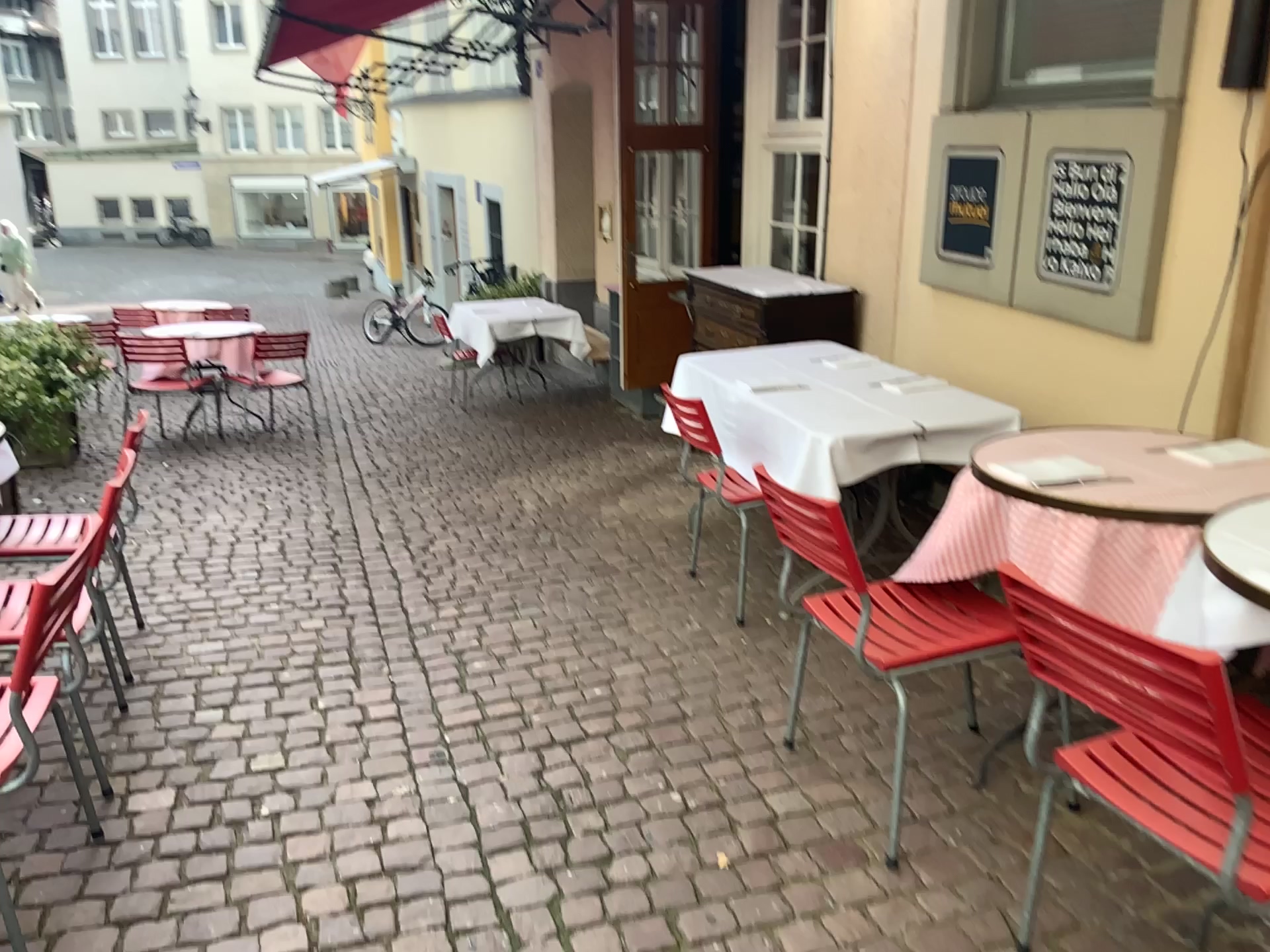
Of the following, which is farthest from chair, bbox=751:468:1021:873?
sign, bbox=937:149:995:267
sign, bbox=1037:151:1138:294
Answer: sign, bbox=937:149:995:267

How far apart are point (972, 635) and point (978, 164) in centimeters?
258cm

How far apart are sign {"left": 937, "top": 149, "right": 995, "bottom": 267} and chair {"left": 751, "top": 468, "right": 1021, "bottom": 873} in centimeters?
212cm

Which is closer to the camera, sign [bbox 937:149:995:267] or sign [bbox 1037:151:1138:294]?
sign [bbox 1037:151:1138:294]

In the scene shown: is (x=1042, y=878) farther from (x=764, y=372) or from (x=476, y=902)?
(x=764, y=372)

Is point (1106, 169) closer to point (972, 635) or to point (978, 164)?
point (978, 164)

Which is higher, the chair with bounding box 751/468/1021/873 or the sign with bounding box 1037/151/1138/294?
the sign with bounding box 1037/151/1138/294

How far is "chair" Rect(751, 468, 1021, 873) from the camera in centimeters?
219cm

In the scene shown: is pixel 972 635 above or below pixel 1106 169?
below

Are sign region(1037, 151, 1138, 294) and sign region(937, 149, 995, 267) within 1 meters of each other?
yes
